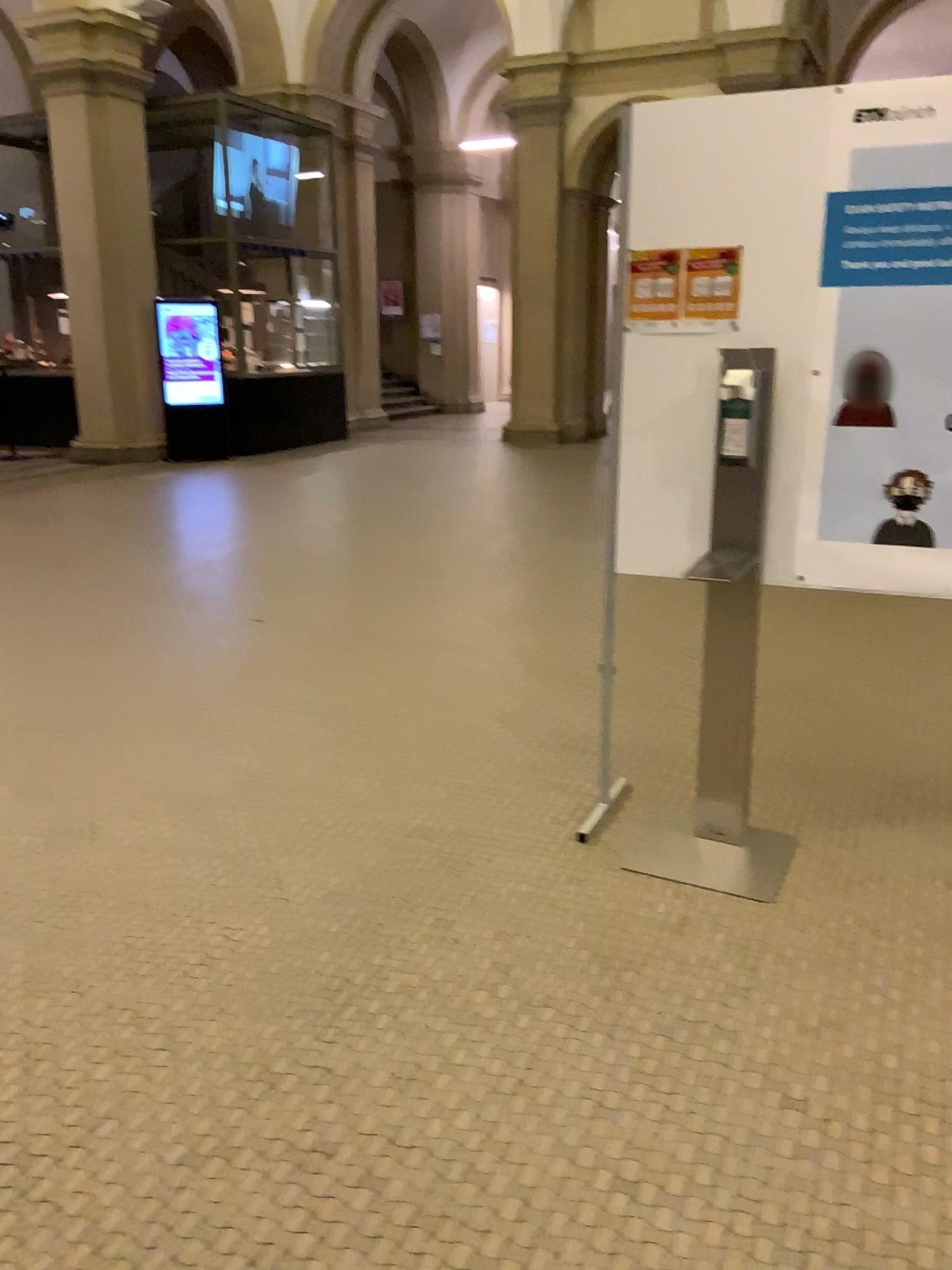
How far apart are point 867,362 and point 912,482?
0.31m

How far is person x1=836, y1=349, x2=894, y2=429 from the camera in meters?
2.6

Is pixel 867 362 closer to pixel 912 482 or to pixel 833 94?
pixel 912 482

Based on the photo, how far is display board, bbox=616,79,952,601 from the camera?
2.48m

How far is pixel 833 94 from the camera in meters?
2.5

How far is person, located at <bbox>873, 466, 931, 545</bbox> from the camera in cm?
260

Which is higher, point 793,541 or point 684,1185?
point 793,541
